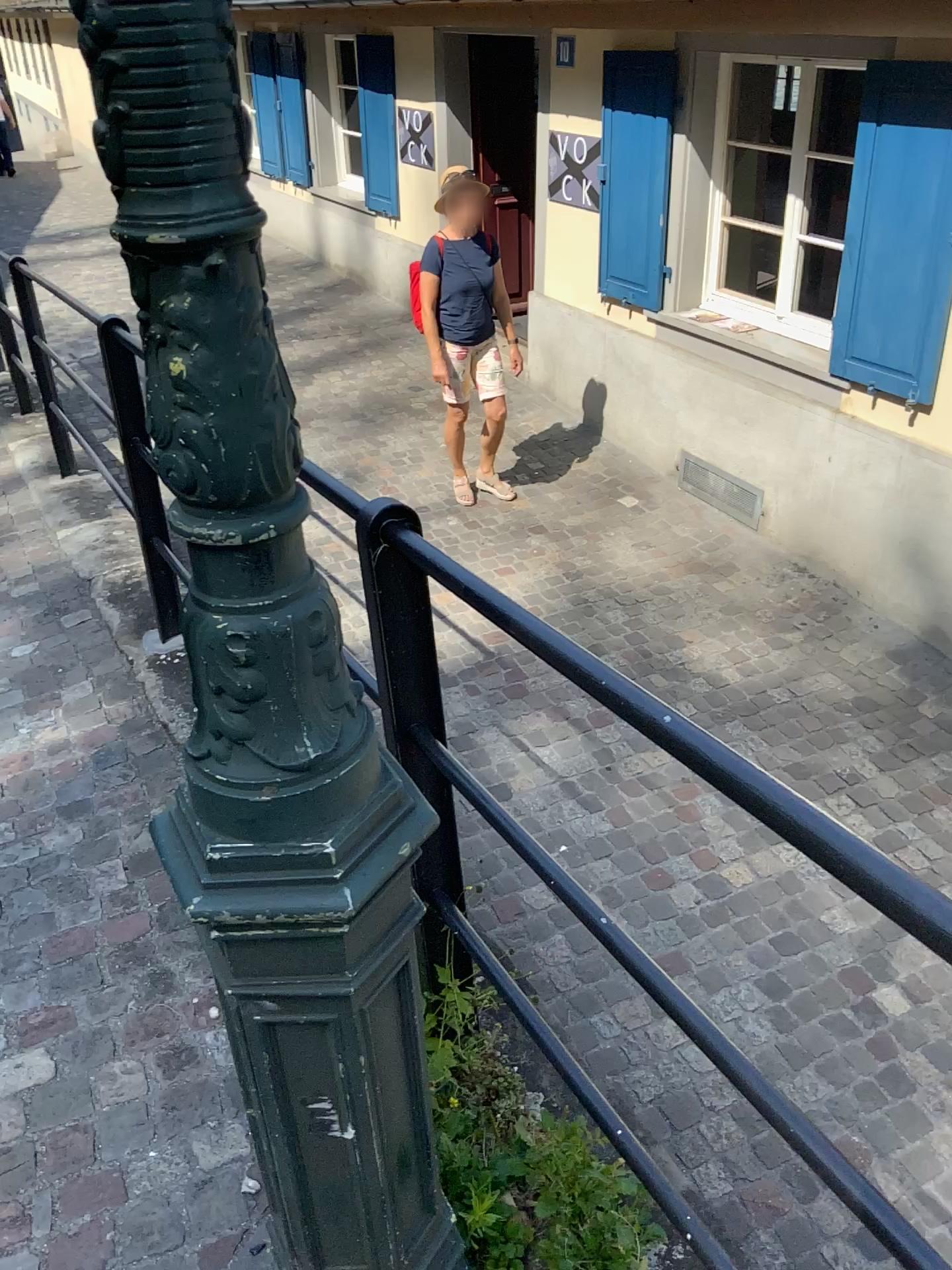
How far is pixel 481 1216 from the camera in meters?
1.4

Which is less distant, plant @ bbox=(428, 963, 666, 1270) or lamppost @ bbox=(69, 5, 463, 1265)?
lamppost @ bbox=(69, 5, 463, 1265)

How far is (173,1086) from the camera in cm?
179

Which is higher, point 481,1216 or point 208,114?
point 208,114

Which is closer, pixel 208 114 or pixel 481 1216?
pixel 208 114

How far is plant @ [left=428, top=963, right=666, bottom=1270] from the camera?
1.4m
